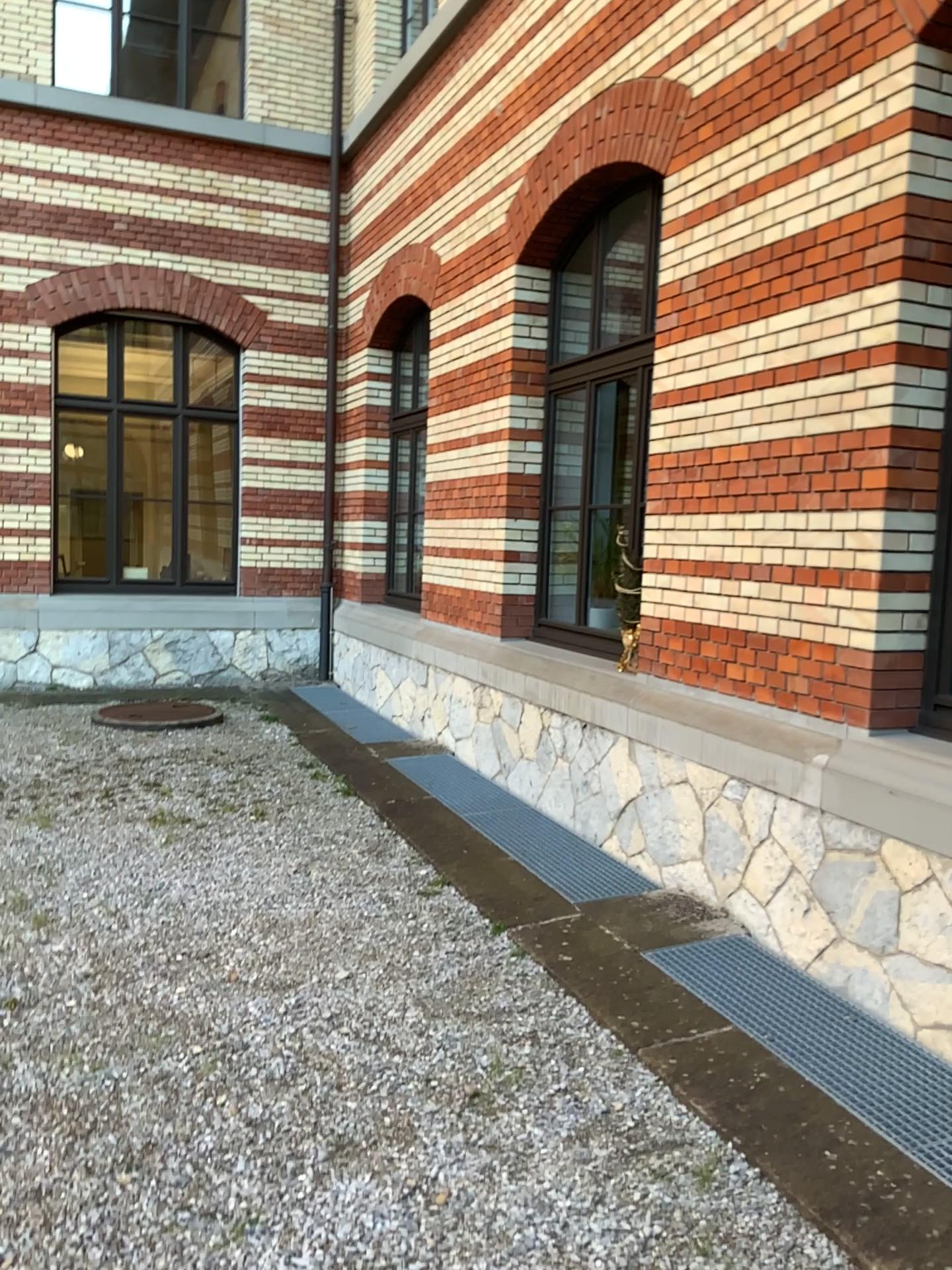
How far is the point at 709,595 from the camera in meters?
4.6
